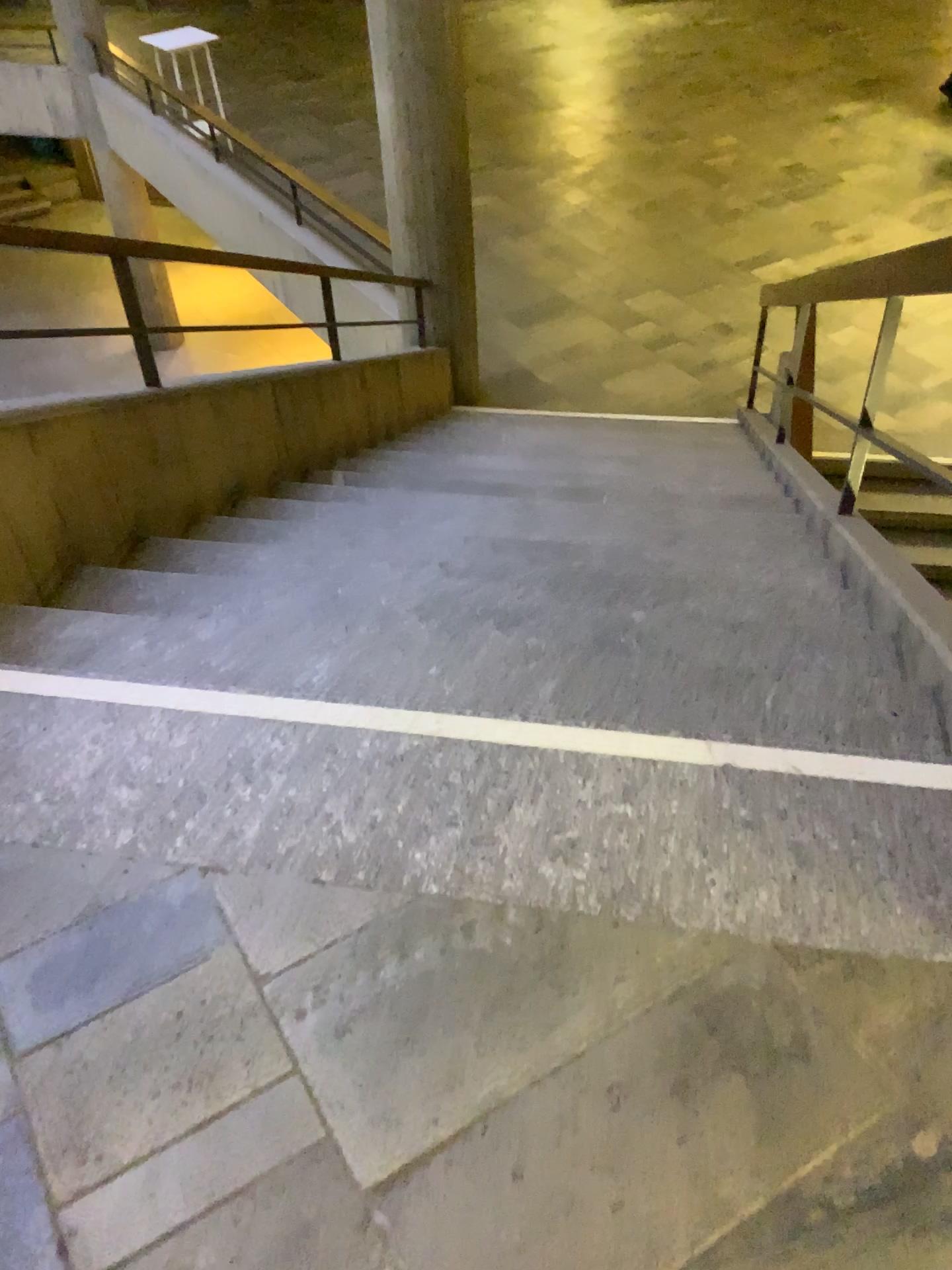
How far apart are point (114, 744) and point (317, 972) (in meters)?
0.57
